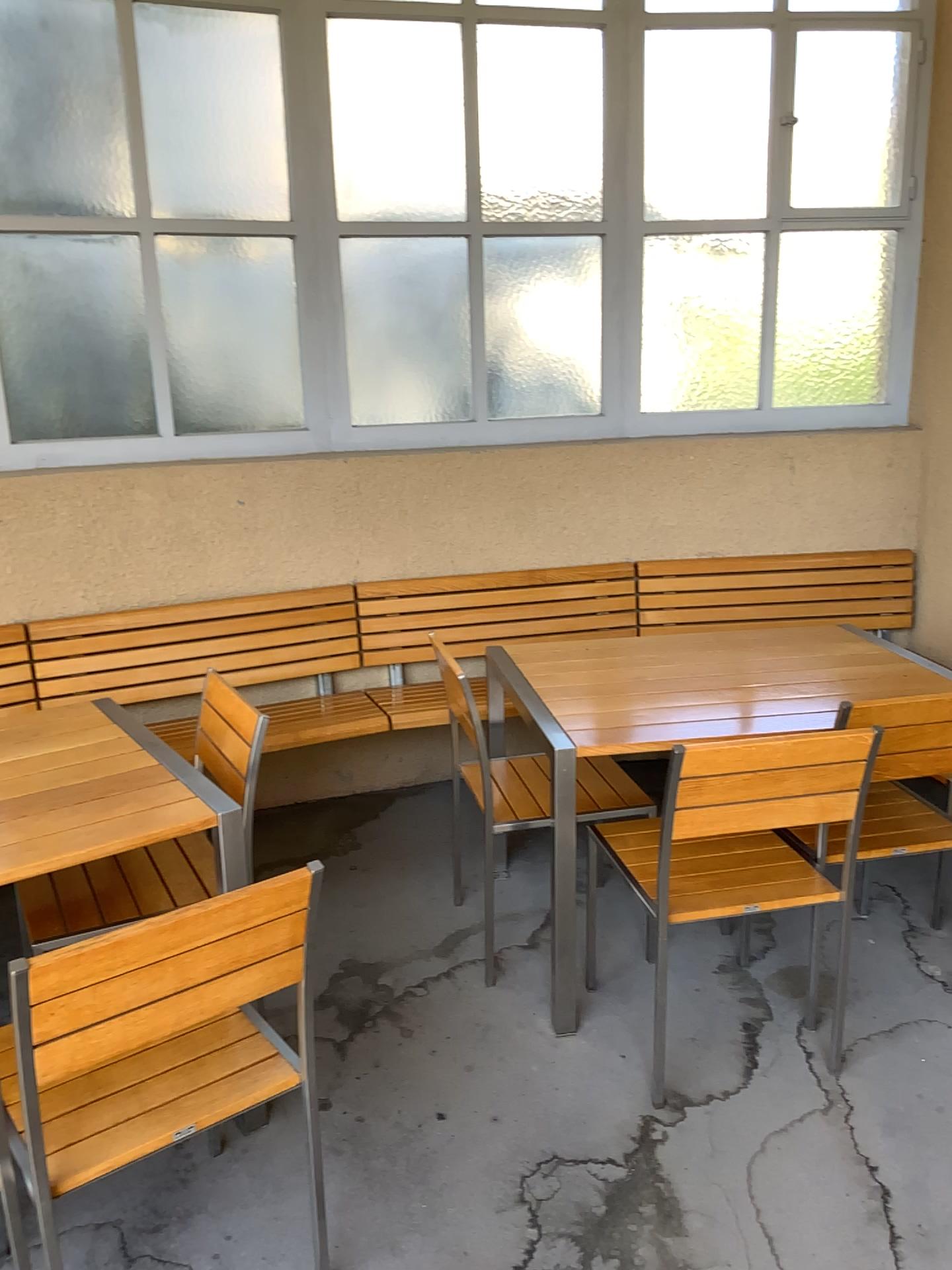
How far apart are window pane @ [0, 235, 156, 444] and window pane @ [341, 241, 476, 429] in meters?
0.7

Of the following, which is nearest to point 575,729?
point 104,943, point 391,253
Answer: point 104,943

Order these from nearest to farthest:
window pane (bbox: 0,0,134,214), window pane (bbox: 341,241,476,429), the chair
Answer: the chair → window pane (bbox: 0,0,134,214) → window pane (bbox: 341,241,476,429)

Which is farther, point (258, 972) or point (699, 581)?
point (699, 581)

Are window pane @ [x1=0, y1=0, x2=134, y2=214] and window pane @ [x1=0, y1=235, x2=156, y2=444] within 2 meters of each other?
yes

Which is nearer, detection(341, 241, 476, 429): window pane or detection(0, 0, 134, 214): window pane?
detection(0, 0, 134, 214): window pane

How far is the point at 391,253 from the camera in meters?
3.8

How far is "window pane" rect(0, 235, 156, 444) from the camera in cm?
338

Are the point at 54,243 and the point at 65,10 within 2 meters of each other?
yes

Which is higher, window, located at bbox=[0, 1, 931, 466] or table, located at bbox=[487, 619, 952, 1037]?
window, located at bbox=[0, 1, 931, 466]
